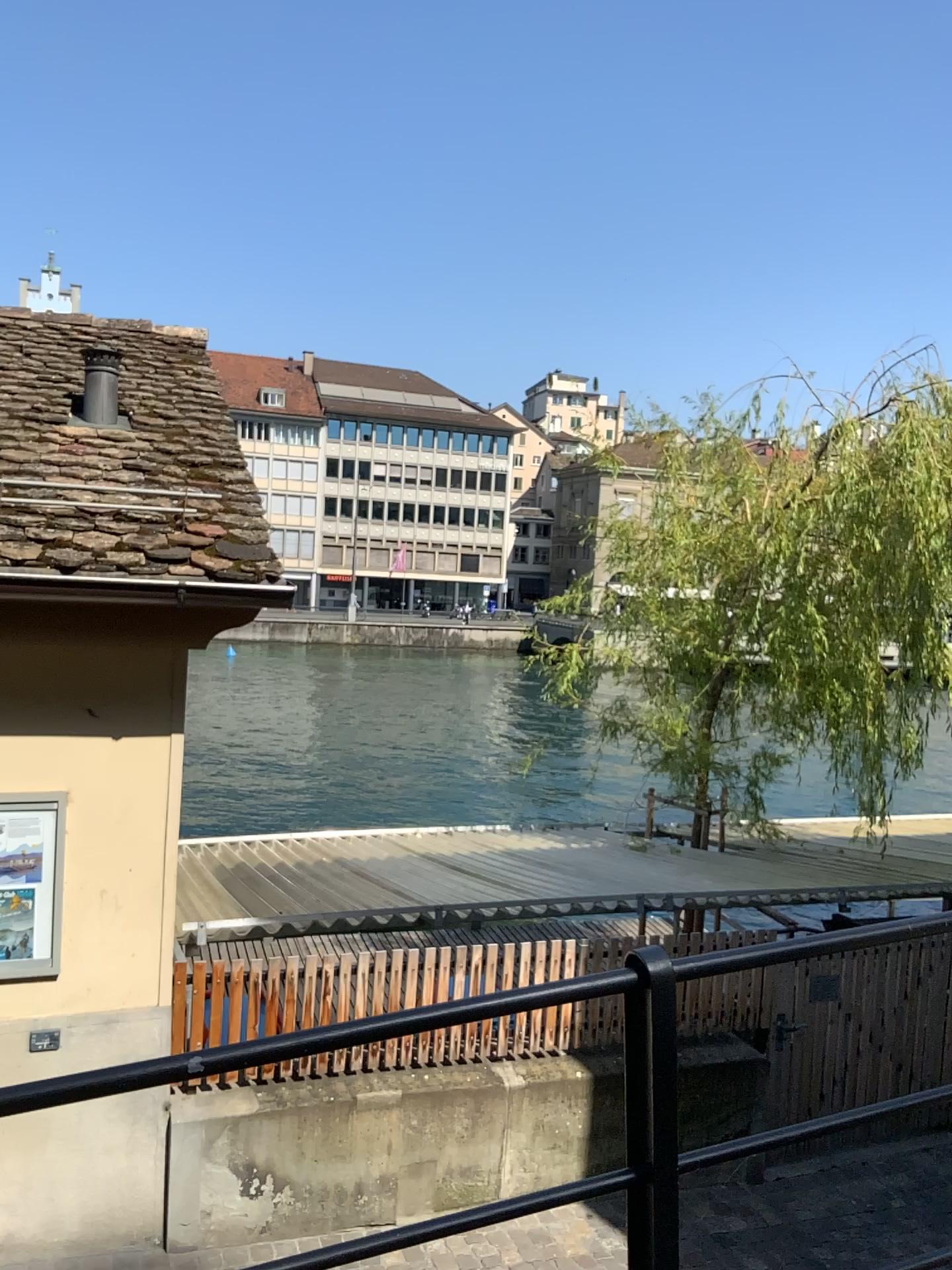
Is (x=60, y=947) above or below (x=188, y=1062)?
below

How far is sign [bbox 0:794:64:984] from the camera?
4.19m

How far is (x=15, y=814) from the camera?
4.2 meters
